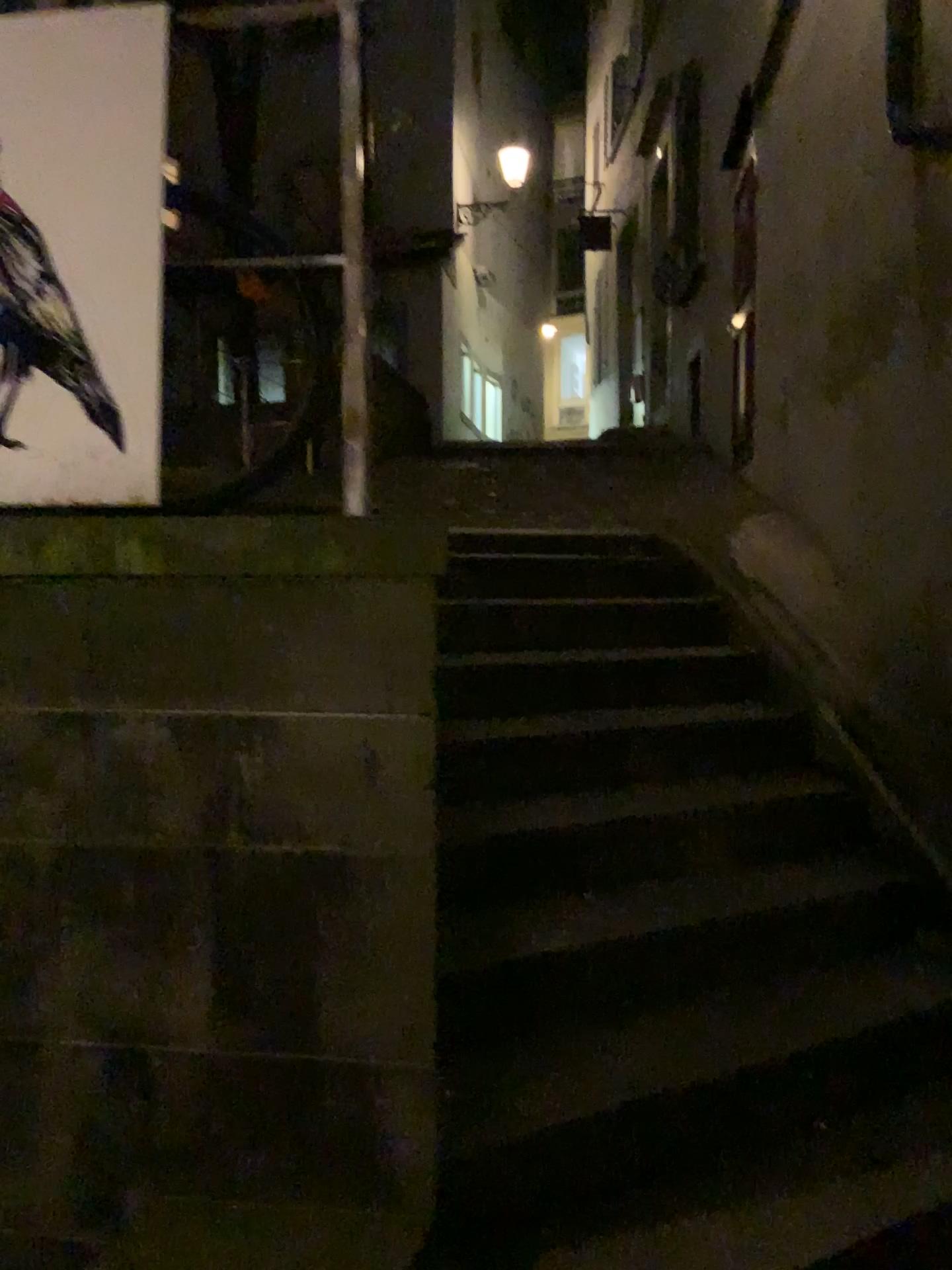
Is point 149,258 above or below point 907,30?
below

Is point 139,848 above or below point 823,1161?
above

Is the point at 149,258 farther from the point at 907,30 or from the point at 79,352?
the point at 907,30

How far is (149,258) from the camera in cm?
188

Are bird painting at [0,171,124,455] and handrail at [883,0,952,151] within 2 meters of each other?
no

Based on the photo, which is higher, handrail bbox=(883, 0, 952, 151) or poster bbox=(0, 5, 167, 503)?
handrail bbox=(883, 0, 952, 151)

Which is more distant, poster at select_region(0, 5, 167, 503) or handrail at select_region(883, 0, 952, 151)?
handrail at select_region(883, 0, 952, 151)

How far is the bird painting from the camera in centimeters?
188cm

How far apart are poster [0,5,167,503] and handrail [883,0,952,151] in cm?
217

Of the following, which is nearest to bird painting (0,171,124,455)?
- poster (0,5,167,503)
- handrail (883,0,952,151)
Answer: poster (0,5,167,503)
